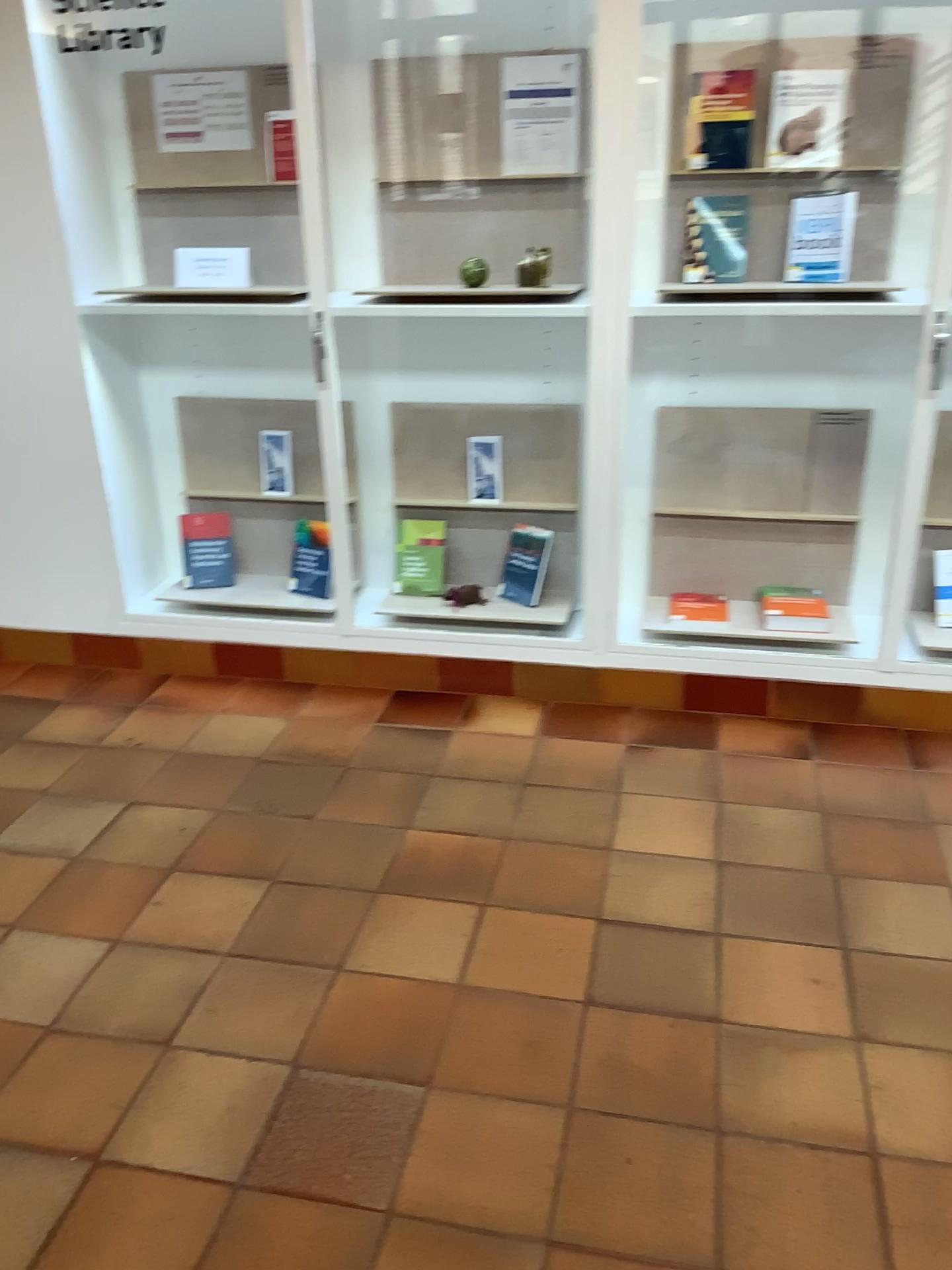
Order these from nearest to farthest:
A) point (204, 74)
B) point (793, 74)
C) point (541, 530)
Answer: point (793, 74), point (204, 74), point (541, 530)

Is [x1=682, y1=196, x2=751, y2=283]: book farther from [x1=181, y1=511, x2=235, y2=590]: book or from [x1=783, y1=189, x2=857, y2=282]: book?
[x1=181, y1=511, x2=235, y2=590]: book

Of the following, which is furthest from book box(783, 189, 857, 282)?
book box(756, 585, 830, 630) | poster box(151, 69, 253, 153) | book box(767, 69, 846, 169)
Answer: poster box(151, 69, 253, 153)

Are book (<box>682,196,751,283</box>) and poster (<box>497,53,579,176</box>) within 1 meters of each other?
yes

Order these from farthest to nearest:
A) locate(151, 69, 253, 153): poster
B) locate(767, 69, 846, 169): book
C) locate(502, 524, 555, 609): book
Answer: locate(502, 524, 555, 609): book, locate(151, 69, 253, 153): poster, locate(767, 69, 846, 169): book

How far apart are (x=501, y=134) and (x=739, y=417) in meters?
1.1 m

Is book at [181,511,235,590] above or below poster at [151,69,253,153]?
below

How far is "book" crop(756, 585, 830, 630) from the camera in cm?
312

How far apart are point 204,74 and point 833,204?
1.8 meters

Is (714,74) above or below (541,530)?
above
